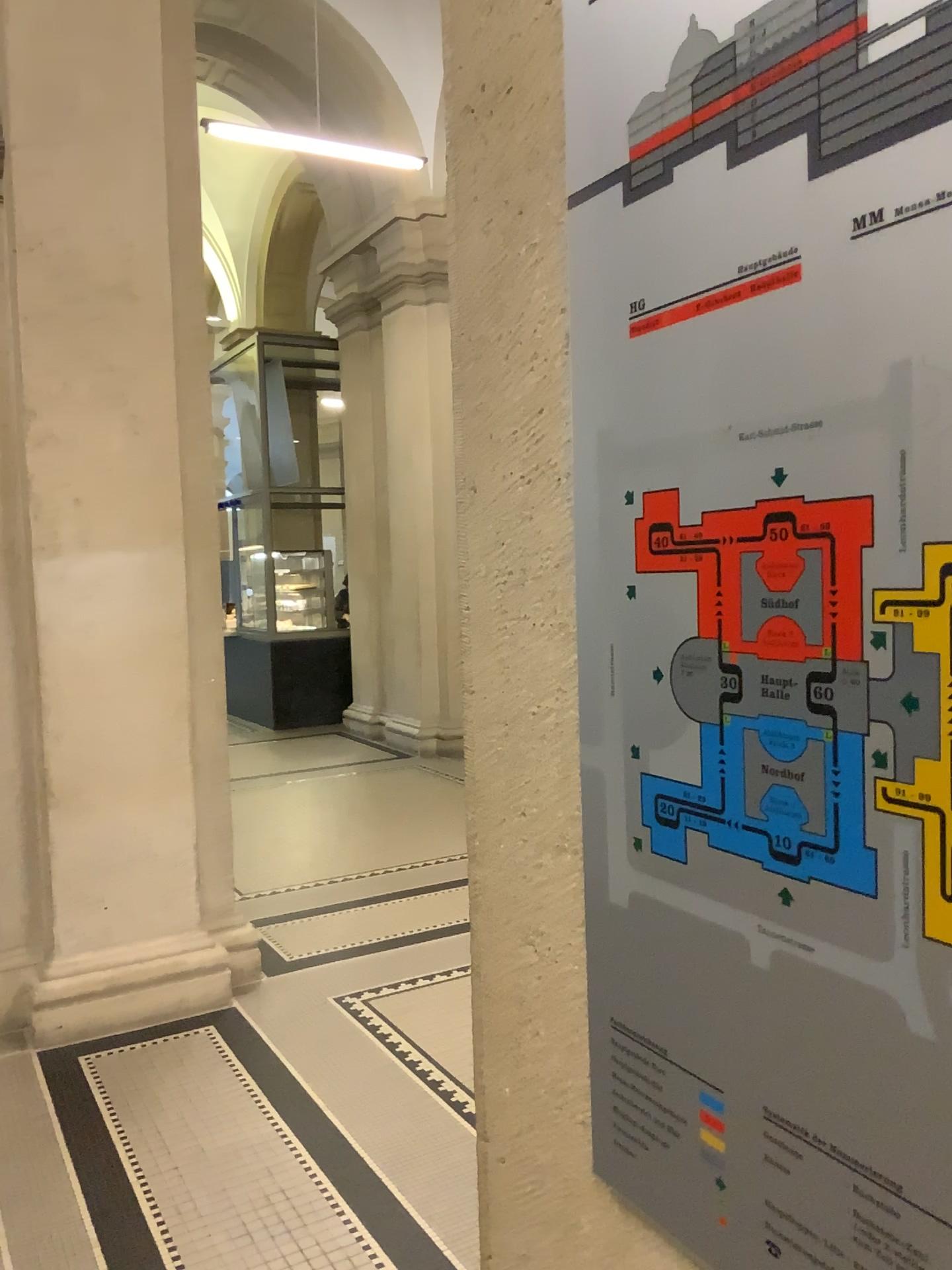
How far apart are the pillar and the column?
3.2 meters

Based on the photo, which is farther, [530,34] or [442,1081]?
[442,1081]

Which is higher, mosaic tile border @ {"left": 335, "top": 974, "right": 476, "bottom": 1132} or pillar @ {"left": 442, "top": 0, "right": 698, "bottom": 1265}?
pillar @ {"left": 442, "top": 0, "right": 698, "bottom": 1265}

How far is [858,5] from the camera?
0.5 meters

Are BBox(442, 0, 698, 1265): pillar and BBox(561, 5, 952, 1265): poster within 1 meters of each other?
yes

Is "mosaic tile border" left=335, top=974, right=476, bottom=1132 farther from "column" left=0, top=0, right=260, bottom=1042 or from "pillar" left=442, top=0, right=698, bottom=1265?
"pillar" left=442, top=0, right=698, bottom=1265

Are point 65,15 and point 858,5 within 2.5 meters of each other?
no

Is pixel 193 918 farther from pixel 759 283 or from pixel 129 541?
pixel 759 283

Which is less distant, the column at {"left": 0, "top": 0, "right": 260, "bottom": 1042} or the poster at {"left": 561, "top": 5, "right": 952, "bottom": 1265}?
the poster at {"left": 561, "top": 5, "right": 952, "bottom": 1265}

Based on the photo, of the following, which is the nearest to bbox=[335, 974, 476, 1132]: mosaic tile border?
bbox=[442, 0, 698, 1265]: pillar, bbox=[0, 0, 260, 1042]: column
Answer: bbox=[0, 0, 260, 1042]: column
